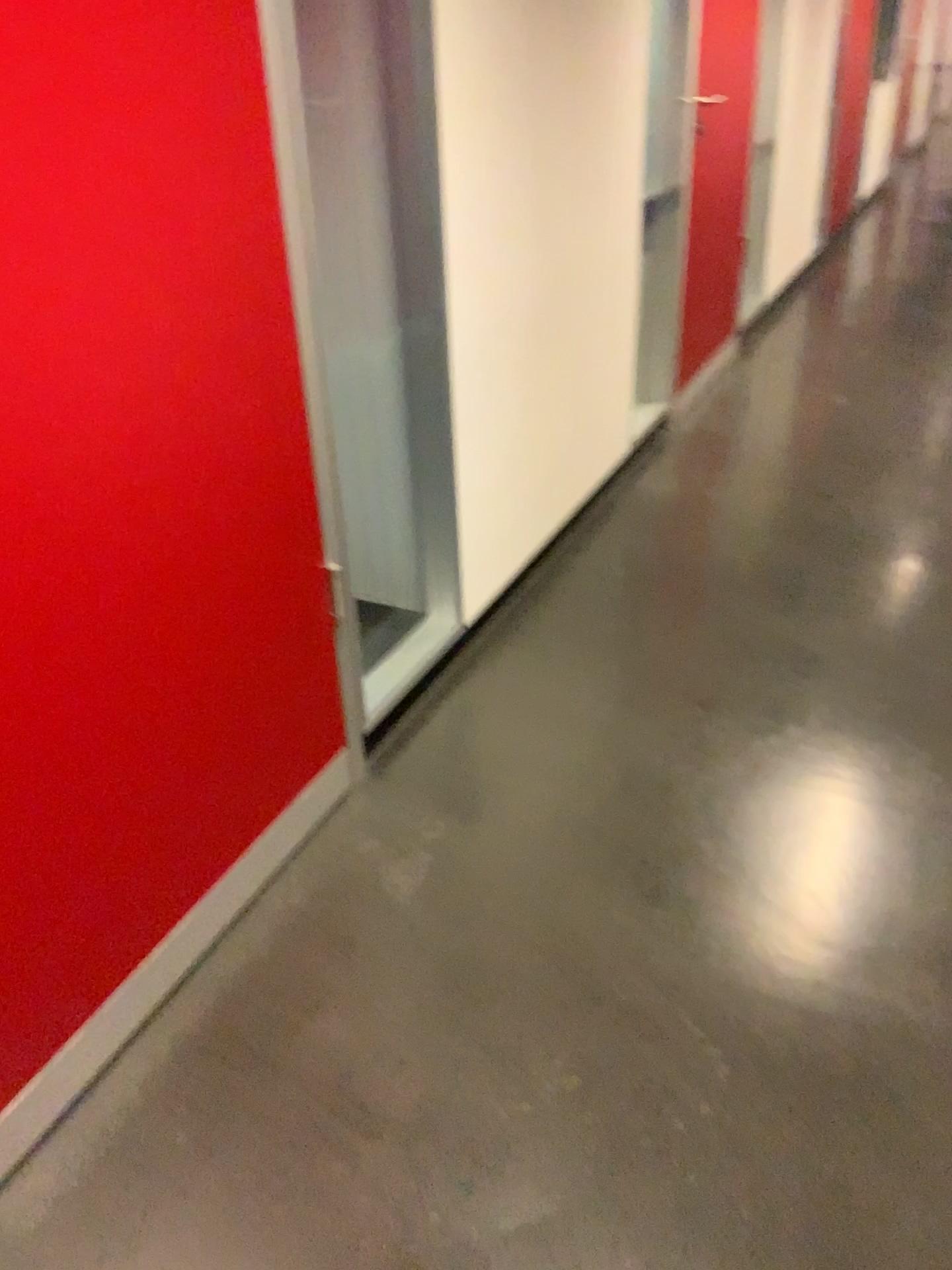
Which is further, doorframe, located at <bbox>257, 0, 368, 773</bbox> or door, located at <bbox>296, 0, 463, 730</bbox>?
door, located at <bbox>296, 0, 463, 730</bbox>

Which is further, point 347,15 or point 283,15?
point 347,15

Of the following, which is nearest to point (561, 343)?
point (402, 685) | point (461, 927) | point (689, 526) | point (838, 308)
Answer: point (689, 526)

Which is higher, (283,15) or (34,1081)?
(283,15)

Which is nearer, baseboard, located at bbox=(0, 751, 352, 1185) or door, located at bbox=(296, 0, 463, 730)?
baseboard, located at bbox=(0, 751, 352, 1185)

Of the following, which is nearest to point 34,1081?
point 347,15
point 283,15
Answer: point 283,15
